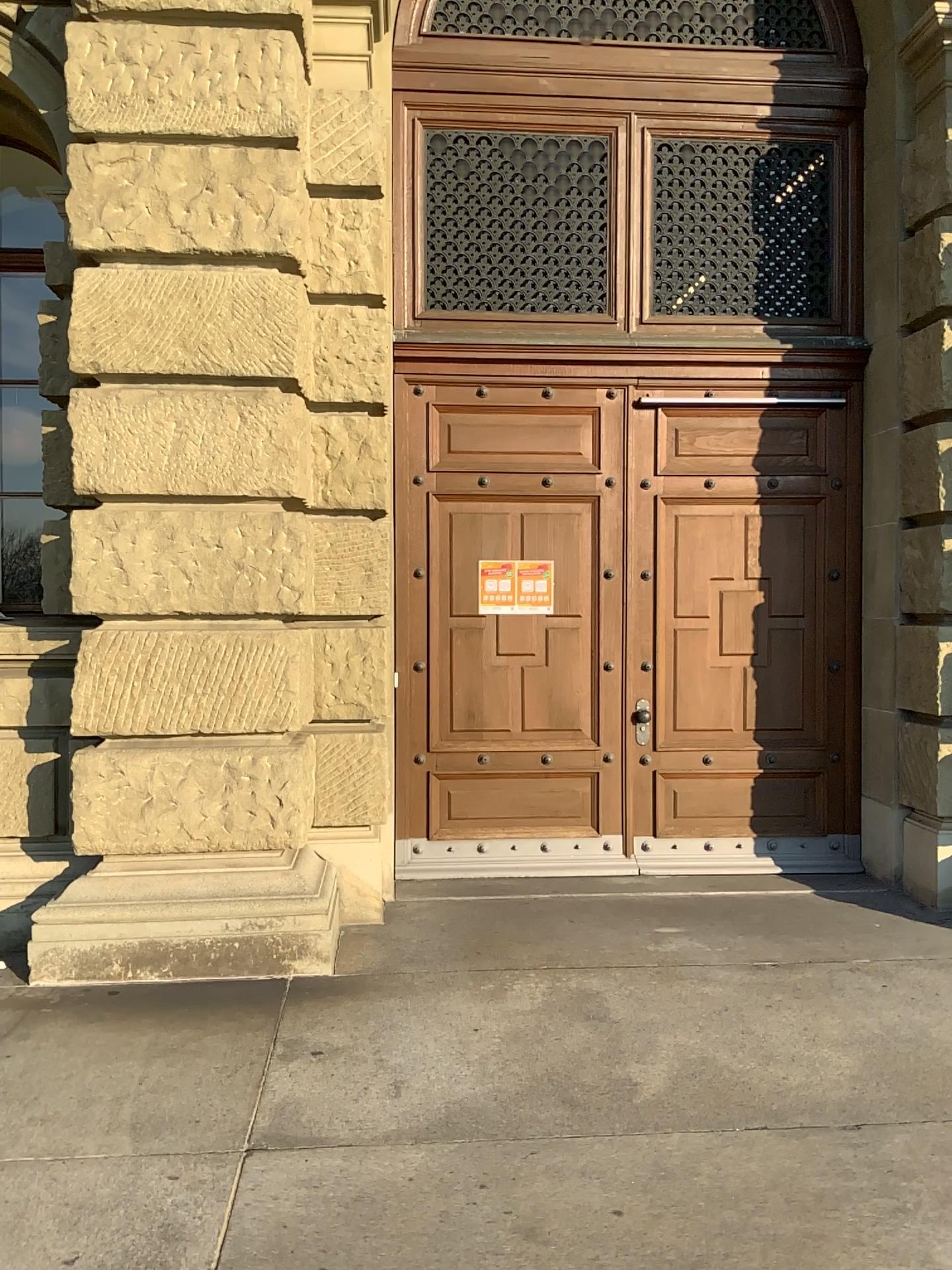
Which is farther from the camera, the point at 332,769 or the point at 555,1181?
the point at 332,769
